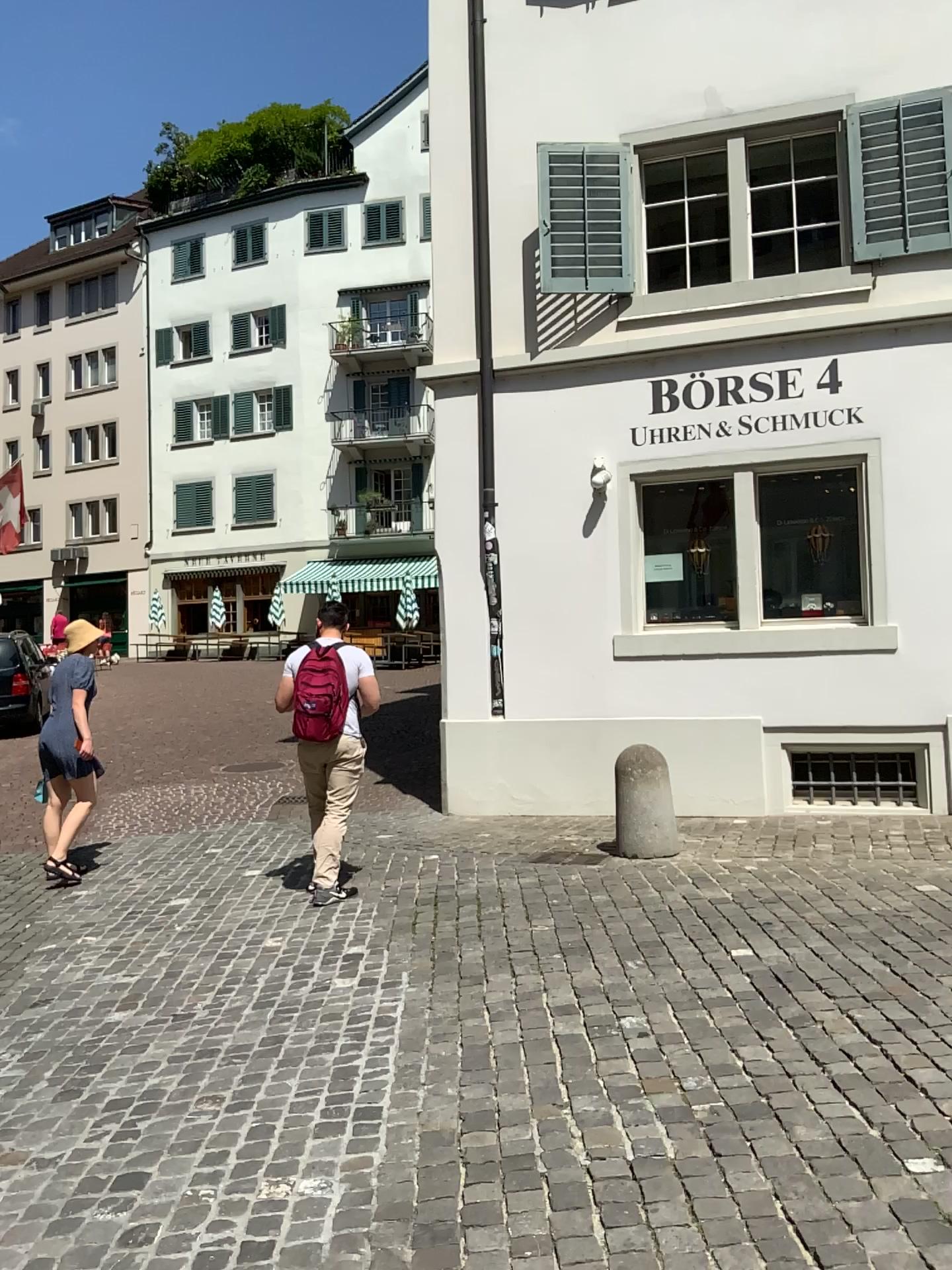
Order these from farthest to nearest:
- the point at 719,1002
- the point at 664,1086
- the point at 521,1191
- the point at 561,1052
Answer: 1. the point at 719,1002
2. the point at 561,1052
3. the point at 664,1086
4. the point at 521,1191
